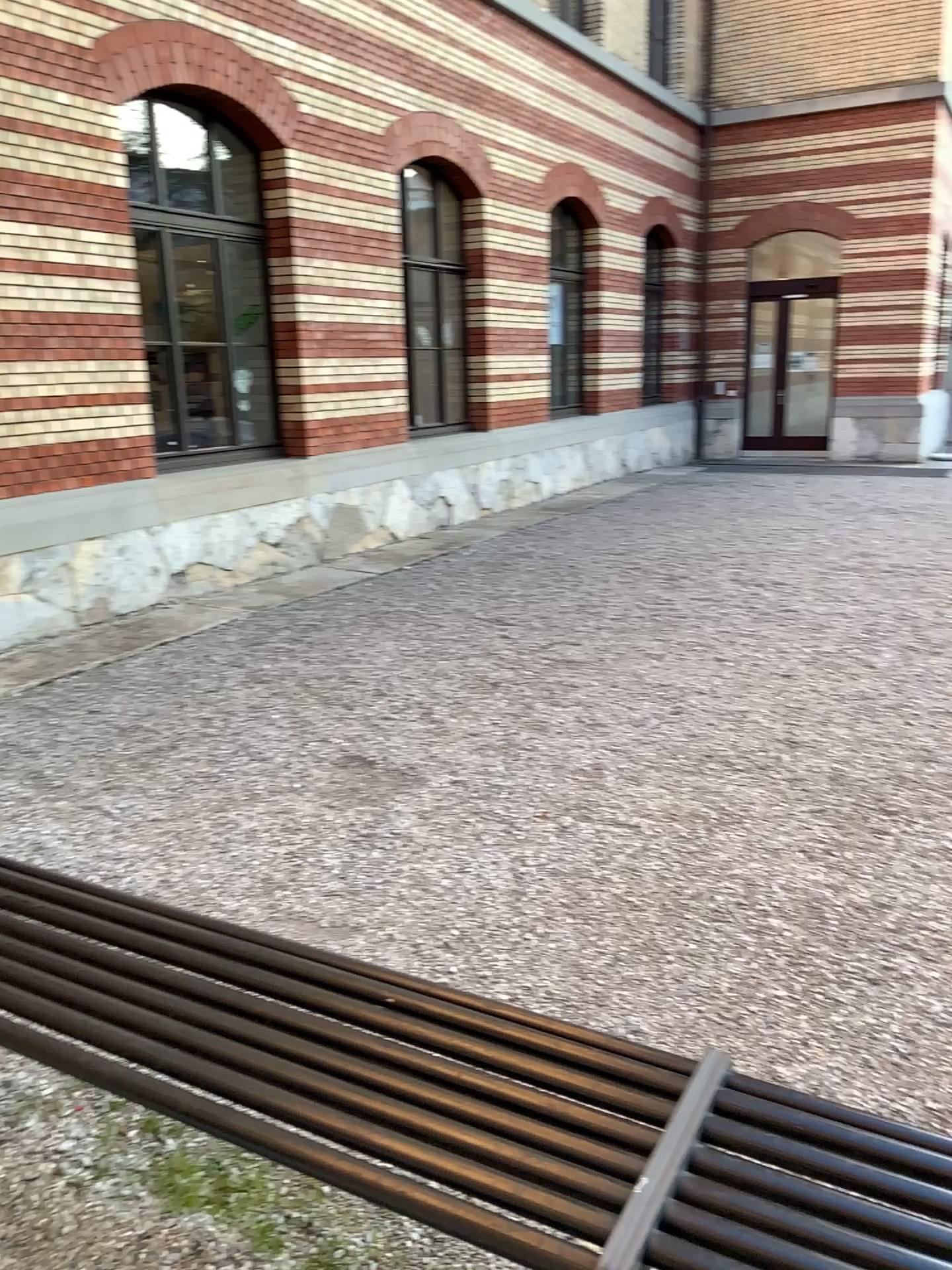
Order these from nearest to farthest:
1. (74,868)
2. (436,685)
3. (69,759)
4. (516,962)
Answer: (516,962) → (74,868) → (69,759) → (436,685)
